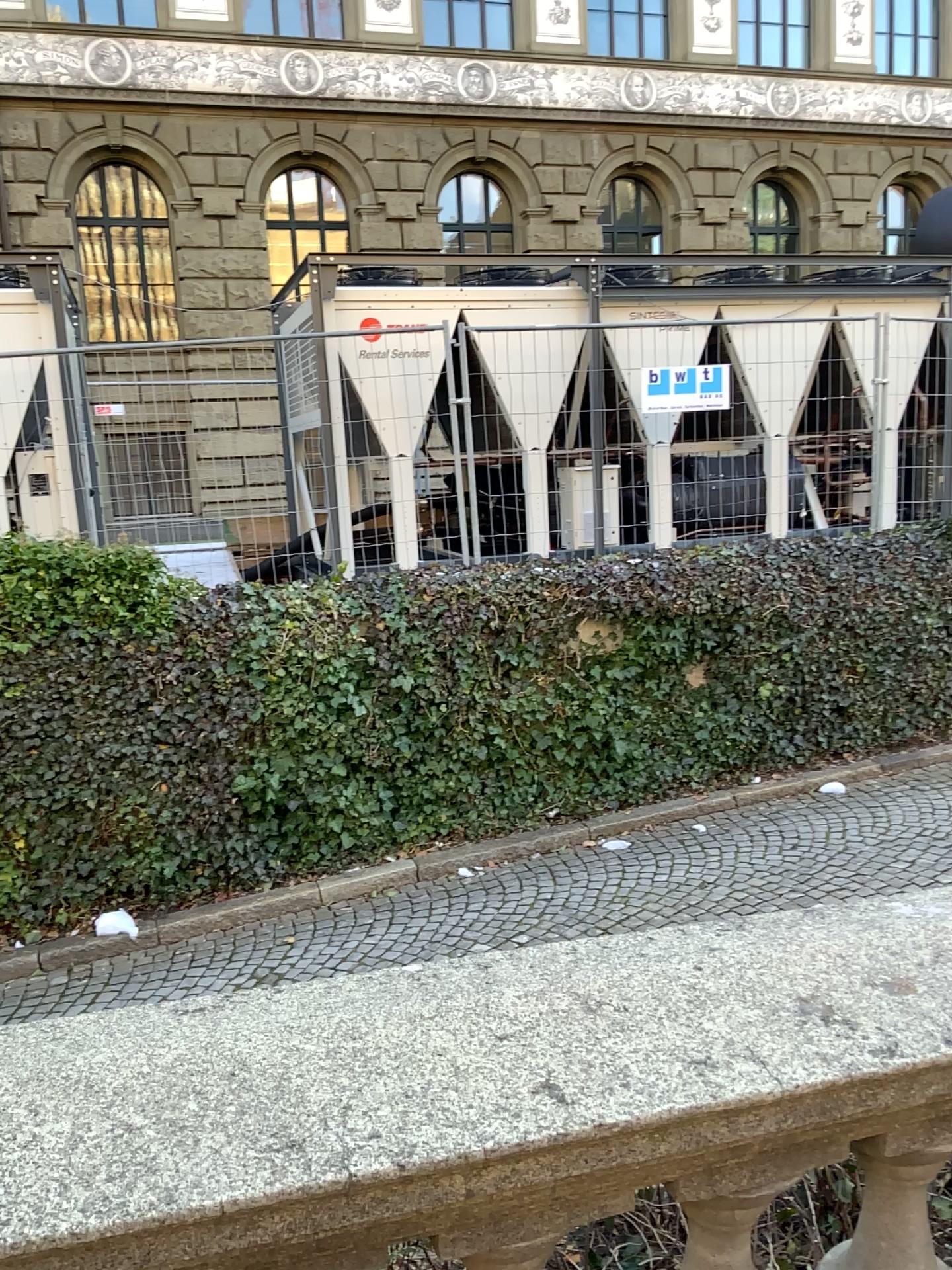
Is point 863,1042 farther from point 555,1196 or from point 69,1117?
point 69,1117
